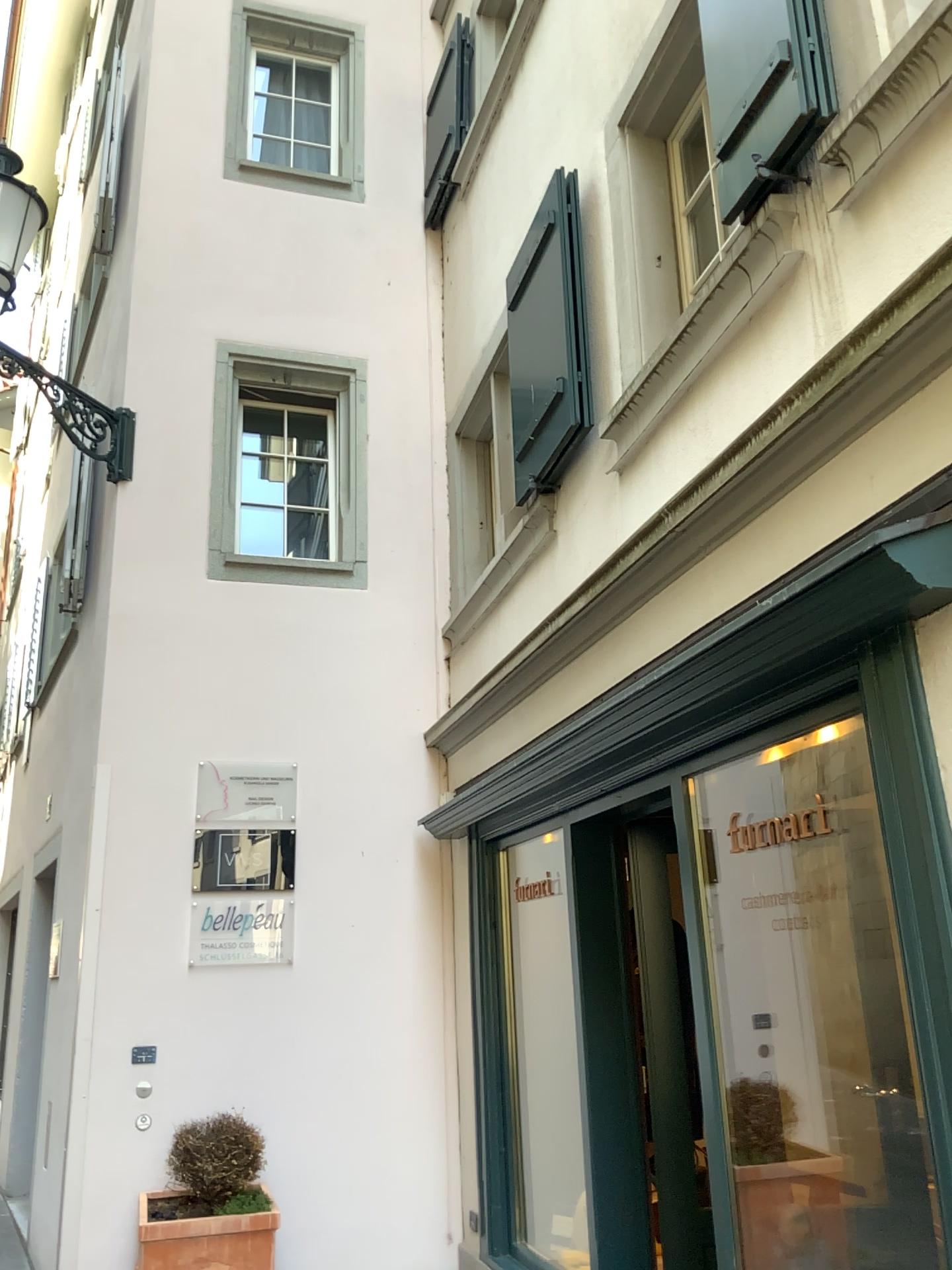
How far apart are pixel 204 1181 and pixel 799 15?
4.59m

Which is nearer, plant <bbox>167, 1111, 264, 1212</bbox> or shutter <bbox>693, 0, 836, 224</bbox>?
shutter <bbox>693, 0, 836, 224</bbox>

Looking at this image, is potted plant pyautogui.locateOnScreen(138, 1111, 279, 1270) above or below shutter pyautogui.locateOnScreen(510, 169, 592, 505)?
below

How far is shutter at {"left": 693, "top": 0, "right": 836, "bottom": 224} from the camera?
2.55m

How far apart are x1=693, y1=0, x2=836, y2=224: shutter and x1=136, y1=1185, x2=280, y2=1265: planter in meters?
4.1

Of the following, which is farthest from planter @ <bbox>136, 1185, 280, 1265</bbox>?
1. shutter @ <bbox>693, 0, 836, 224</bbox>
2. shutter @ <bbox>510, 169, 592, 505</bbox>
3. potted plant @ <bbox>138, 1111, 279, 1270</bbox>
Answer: shutter @ <bbox>693, 0, 836, 224</bbox>

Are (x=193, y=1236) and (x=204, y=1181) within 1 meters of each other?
yes

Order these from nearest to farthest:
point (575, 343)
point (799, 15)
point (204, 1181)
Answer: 1. point (799, 15)
2. point (575, 343)
3. point (204, 1181)

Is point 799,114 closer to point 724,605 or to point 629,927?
point 724,605

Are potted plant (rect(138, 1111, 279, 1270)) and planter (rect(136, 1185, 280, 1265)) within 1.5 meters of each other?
yes
